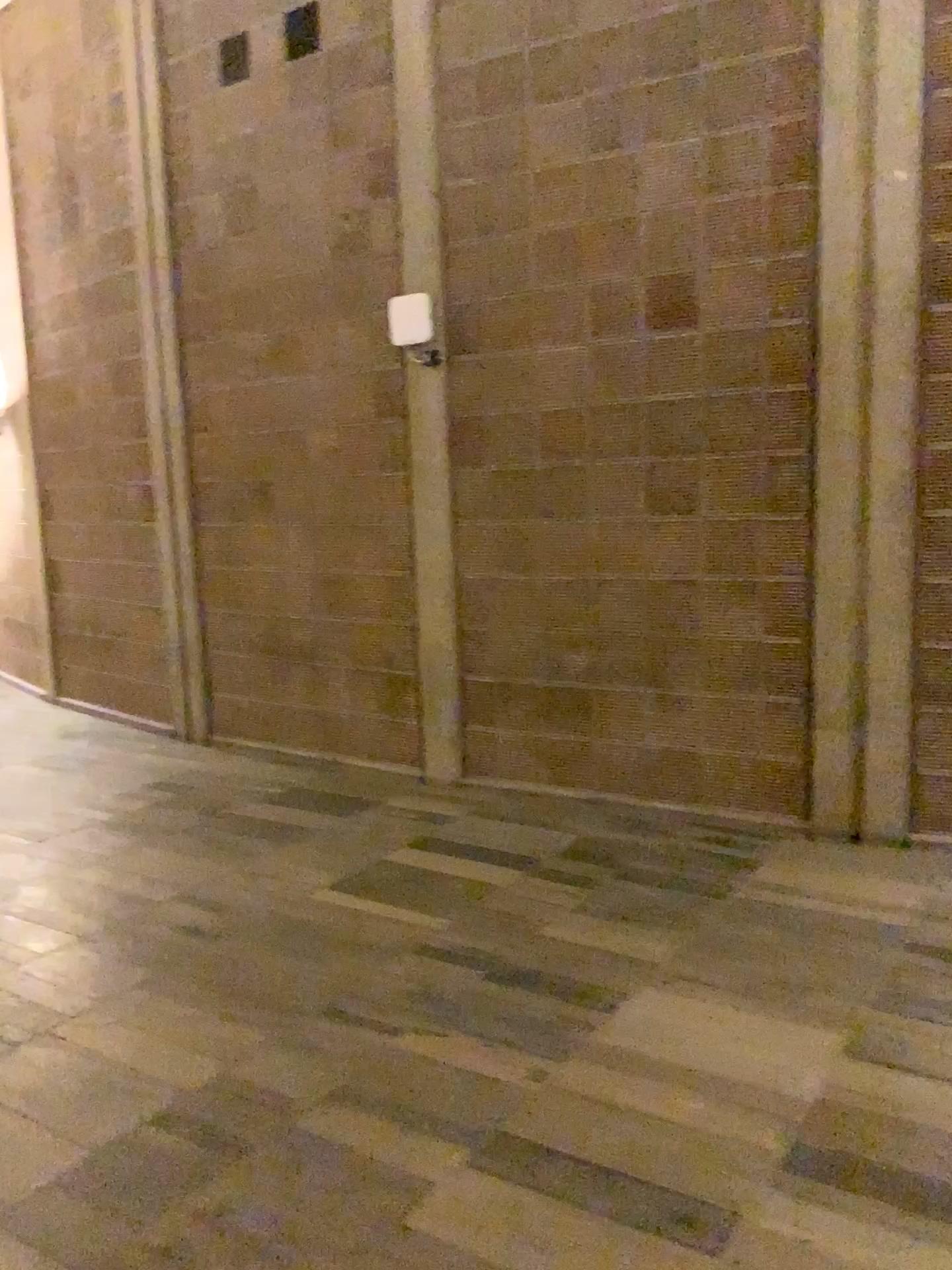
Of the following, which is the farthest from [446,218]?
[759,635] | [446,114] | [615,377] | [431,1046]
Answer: [431,1046]
